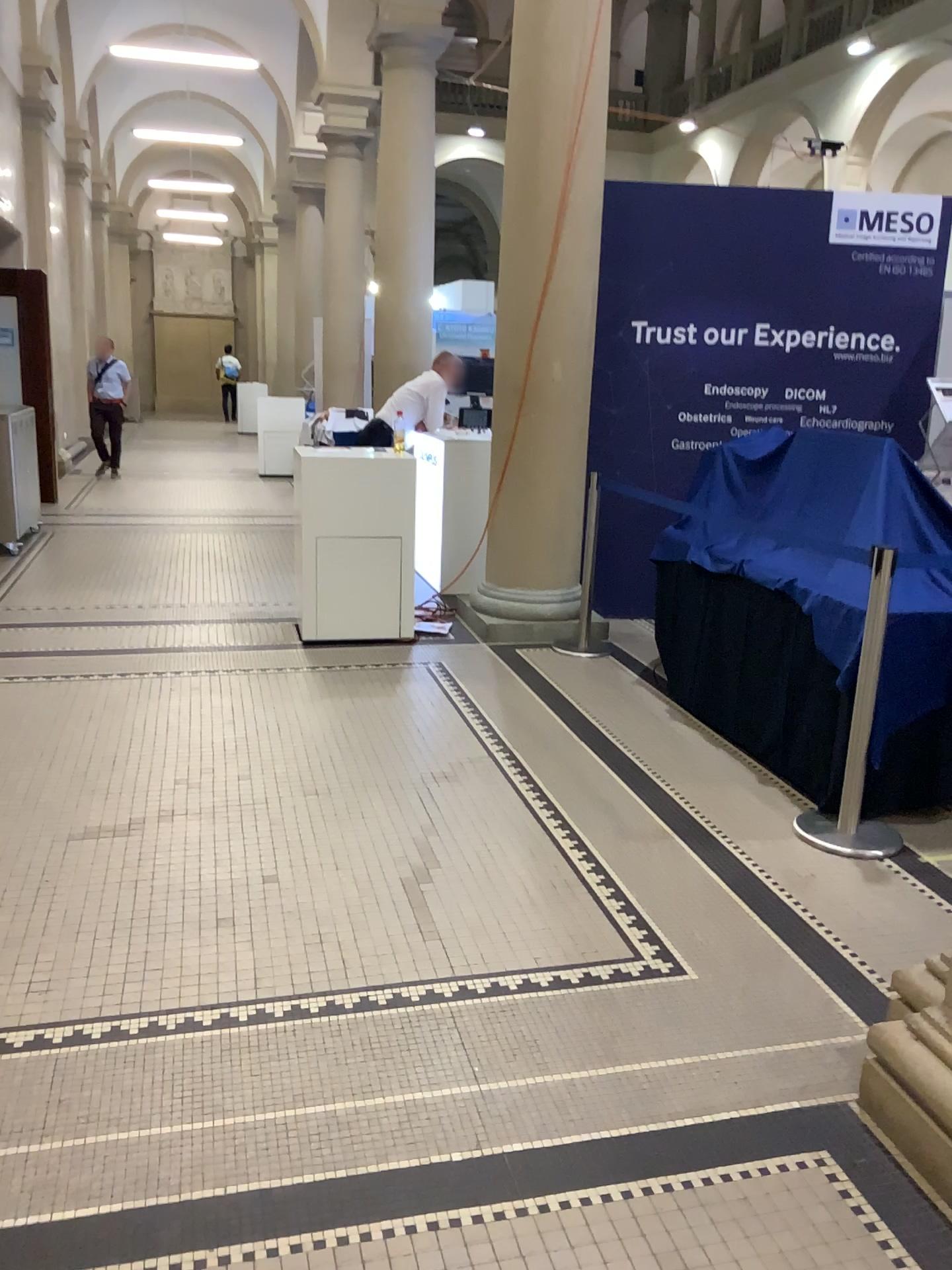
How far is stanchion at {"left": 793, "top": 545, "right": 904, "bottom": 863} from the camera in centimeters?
328cm

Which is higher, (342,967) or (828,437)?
(828,437)

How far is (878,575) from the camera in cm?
328
